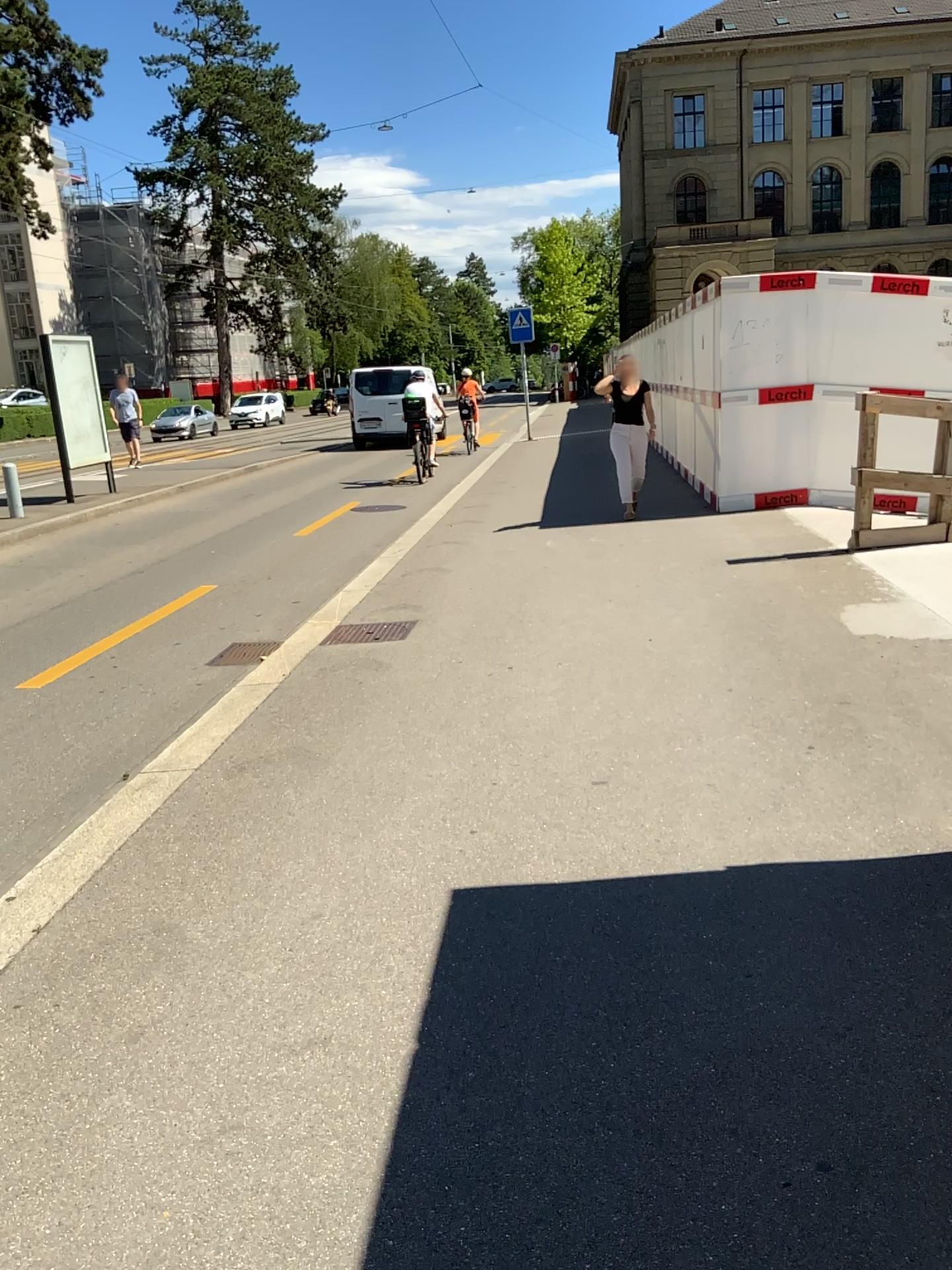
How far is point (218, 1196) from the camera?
2.0 meters
